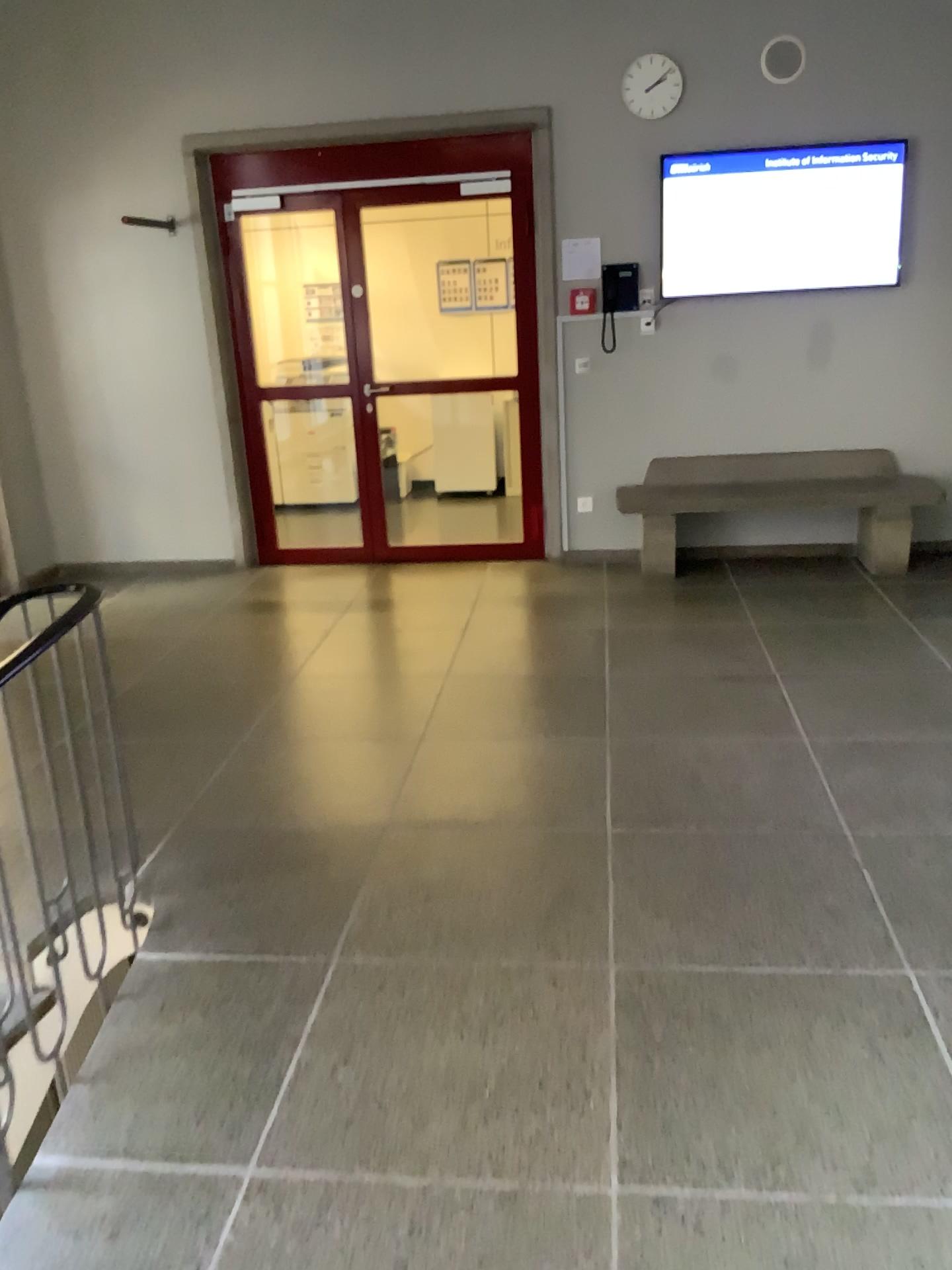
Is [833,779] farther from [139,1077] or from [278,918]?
[139,1077]
